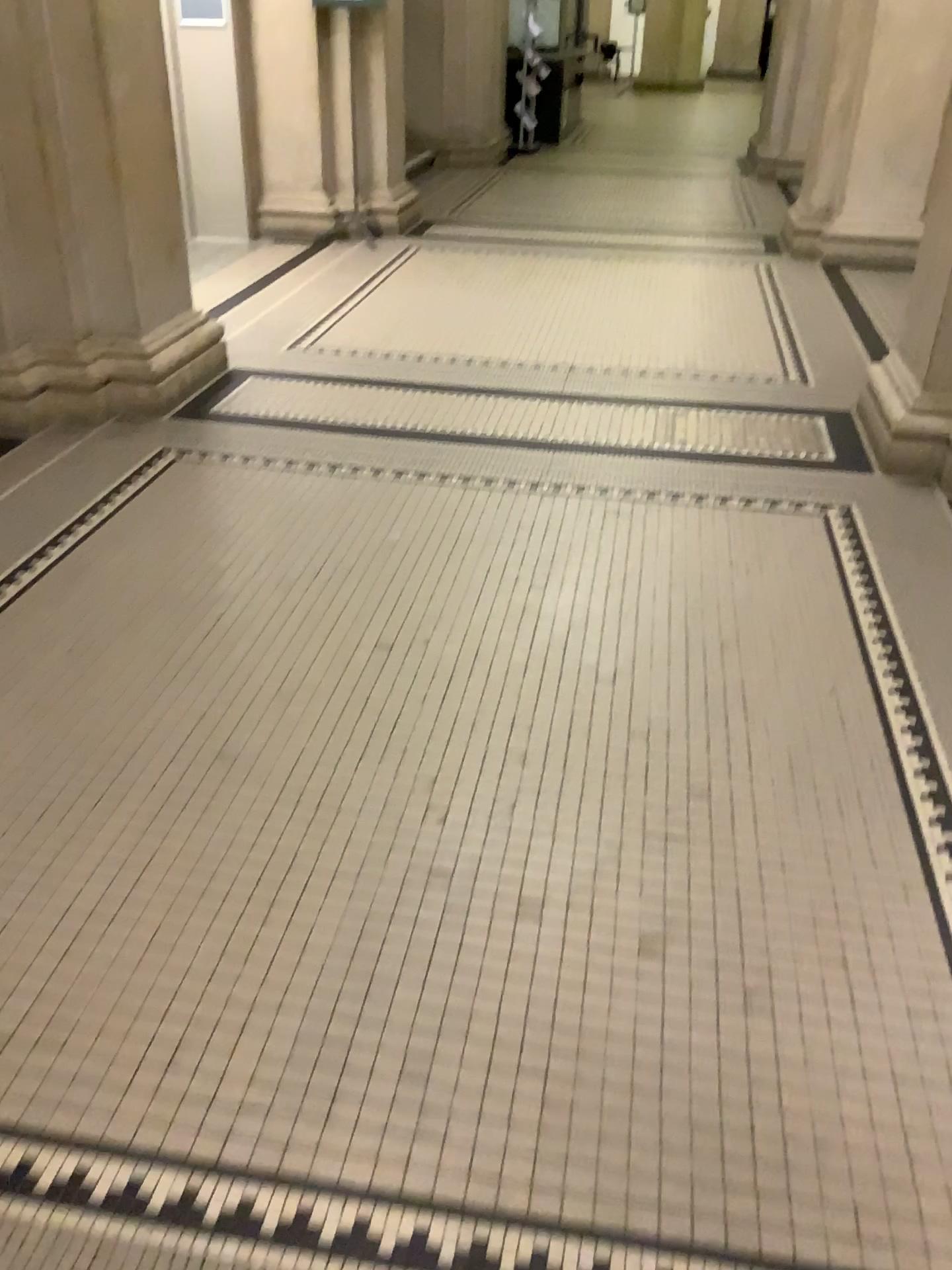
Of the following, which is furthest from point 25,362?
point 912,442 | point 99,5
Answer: point 912,442

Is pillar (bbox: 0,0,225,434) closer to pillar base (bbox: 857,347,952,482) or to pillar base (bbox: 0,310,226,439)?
pillar base (bbox: 0,310,226,439)

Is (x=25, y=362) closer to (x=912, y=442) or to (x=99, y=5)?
(x=99, y=5)

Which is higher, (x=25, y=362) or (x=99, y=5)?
(x=99, y=5)

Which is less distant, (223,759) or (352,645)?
(223,759)

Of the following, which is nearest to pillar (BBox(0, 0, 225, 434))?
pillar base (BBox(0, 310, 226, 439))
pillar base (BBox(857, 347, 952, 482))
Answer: pillar base (BBox(0, 310, 226, 439))
